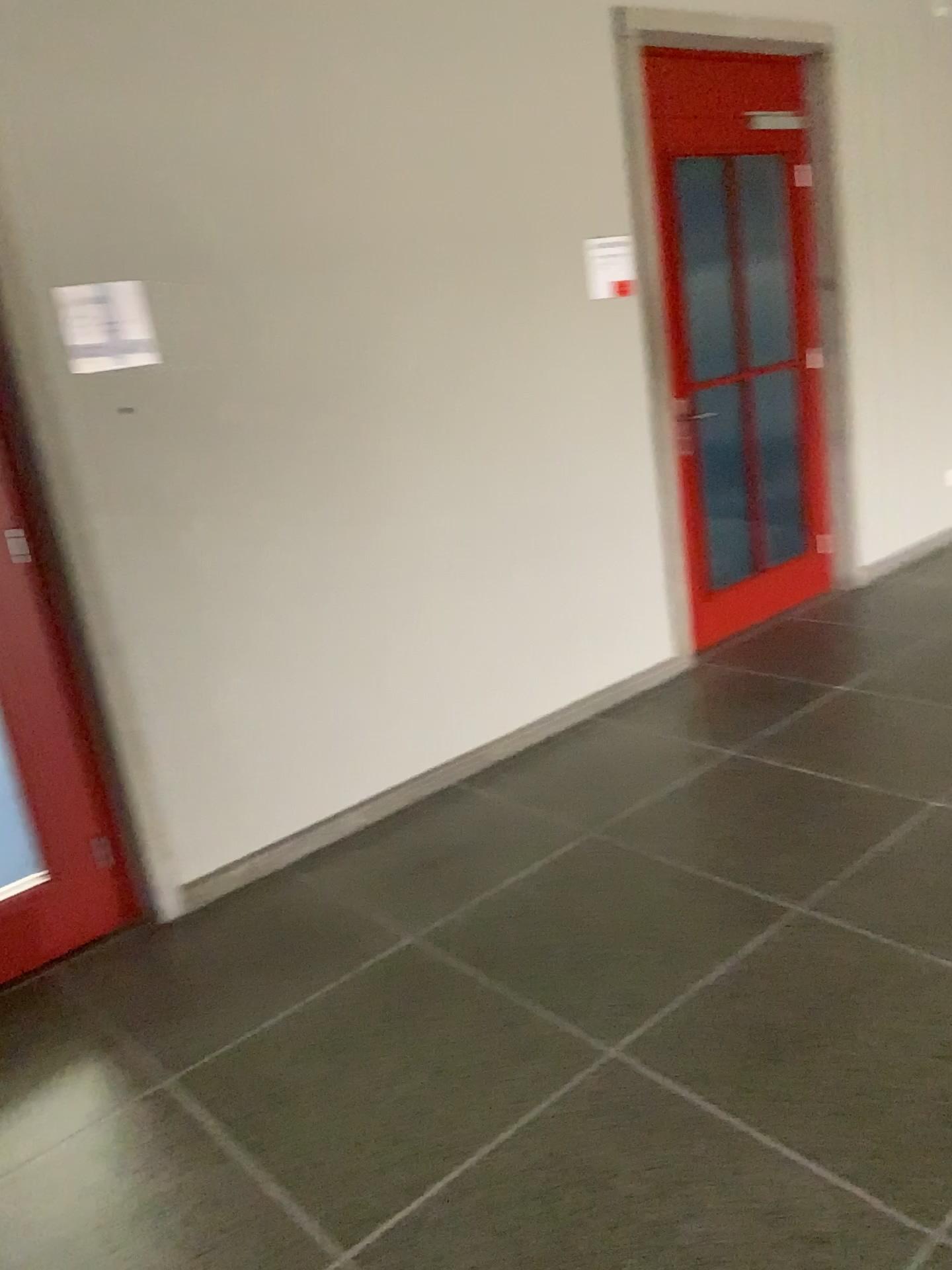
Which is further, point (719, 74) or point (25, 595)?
point (719, 74)

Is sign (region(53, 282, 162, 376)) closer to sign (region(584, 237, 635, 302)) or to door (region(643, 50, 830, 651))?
sign (region(584, 237, 635, 302))

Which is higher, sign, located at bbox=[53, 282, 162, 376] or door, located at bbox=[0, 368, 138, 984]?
sign, located at bbox=[53, 282, 162, 376]

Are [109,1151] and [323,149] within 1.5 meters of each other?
no

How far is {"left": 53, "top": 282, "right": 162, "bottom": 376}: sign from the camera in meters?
2.6

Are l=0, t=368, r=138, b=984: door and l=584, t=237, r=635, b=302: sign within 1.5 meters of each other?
no

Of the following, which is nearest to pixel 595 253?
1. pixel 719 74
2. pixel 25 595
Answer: pixel 719 74

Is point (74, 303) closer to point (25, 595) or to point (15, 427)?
point (15, 427)

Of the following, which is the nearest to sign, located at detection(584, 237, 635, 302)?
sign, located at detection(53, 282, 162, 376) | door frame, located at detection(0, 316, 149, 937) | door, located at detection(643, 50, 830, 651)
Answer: door, located at detection(643, 50, 830, 651)

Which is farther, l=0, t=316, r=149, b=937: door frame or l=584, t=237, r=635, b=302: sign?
l=584, t=237, r=635, b=302: sign
